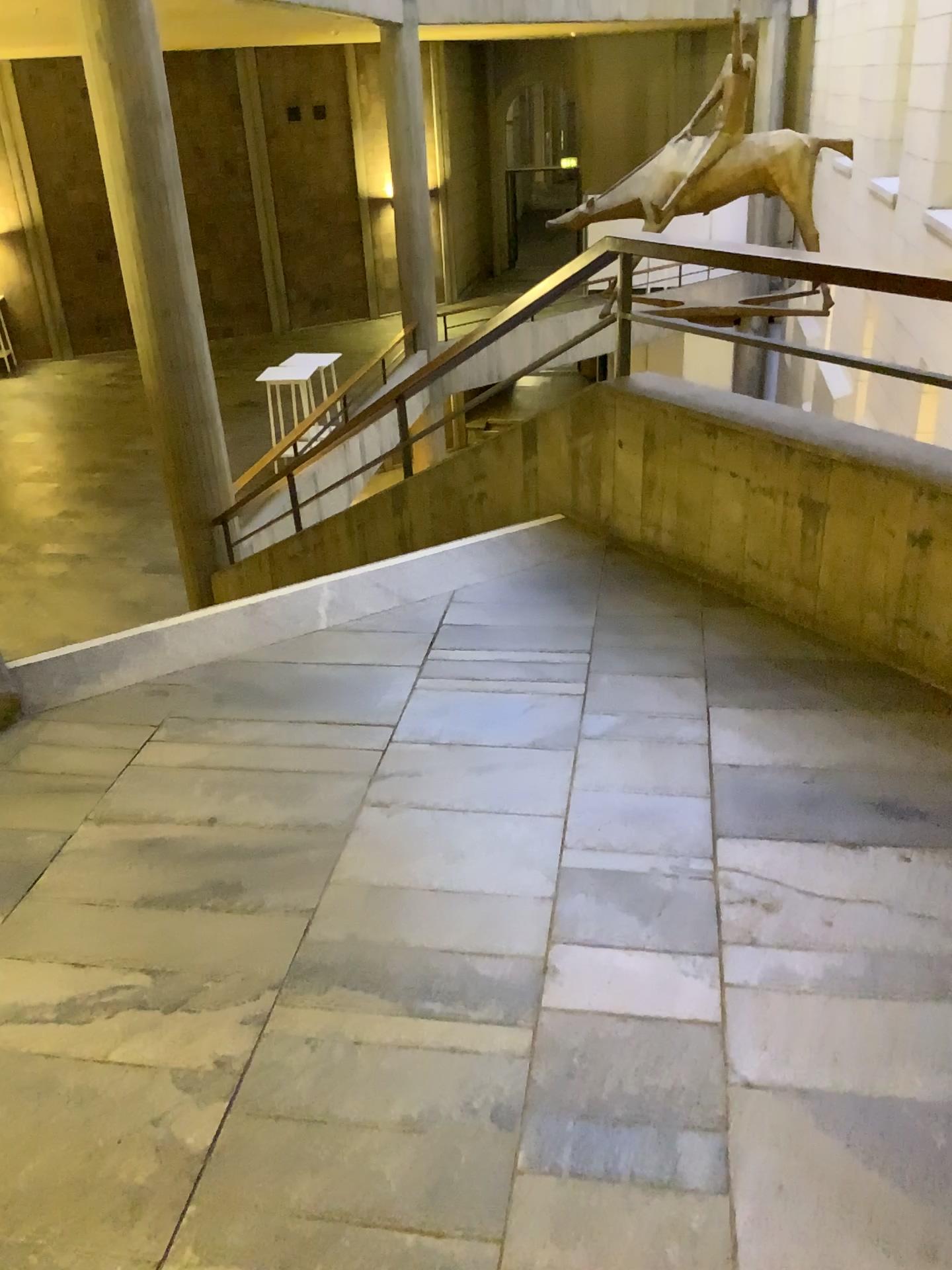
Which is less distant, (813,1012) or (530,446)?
(813,1012)
